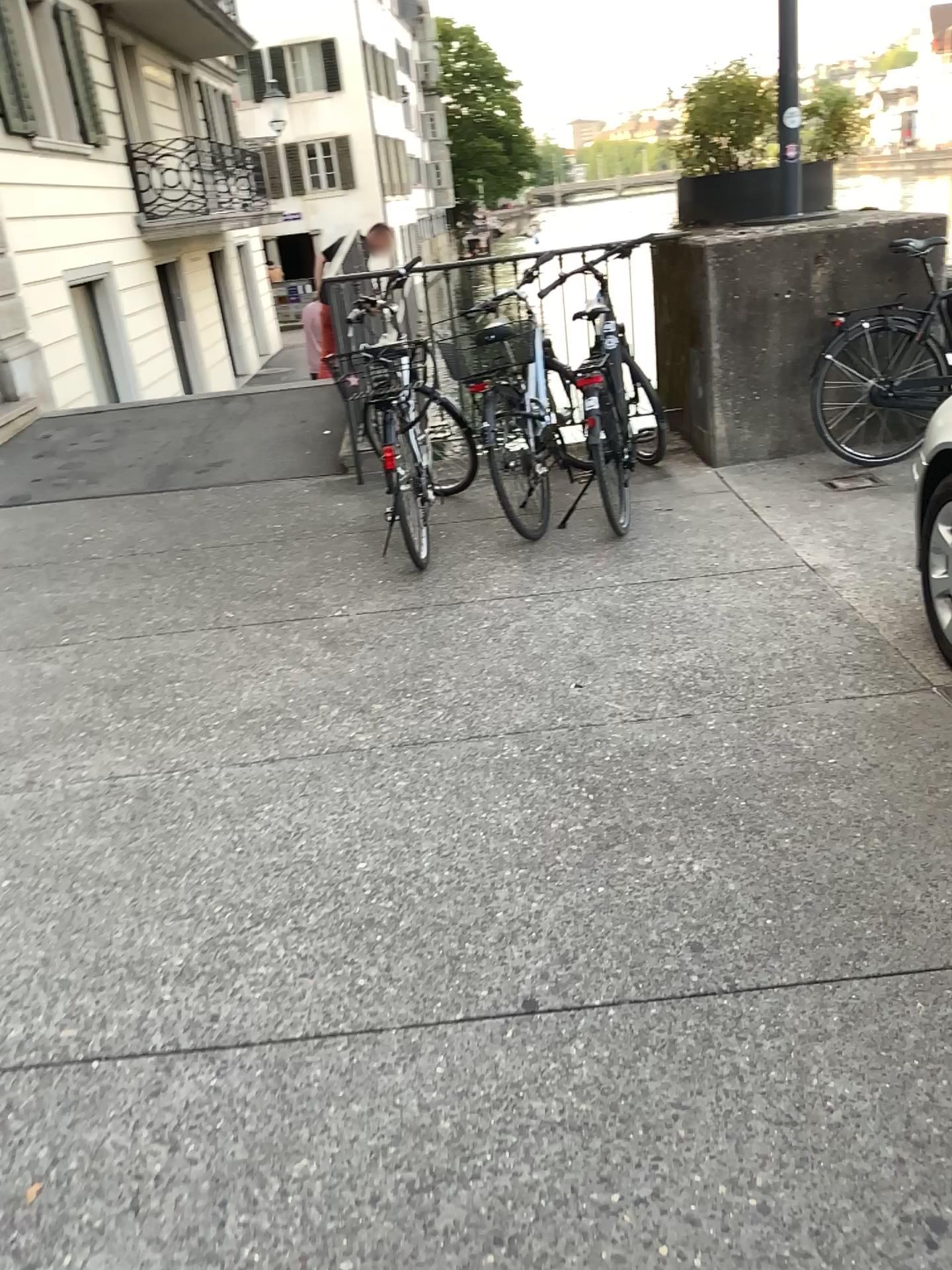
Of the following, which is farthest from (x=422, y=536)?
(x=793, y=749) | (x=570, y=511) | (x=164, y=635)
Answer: (x=793, y=749)
